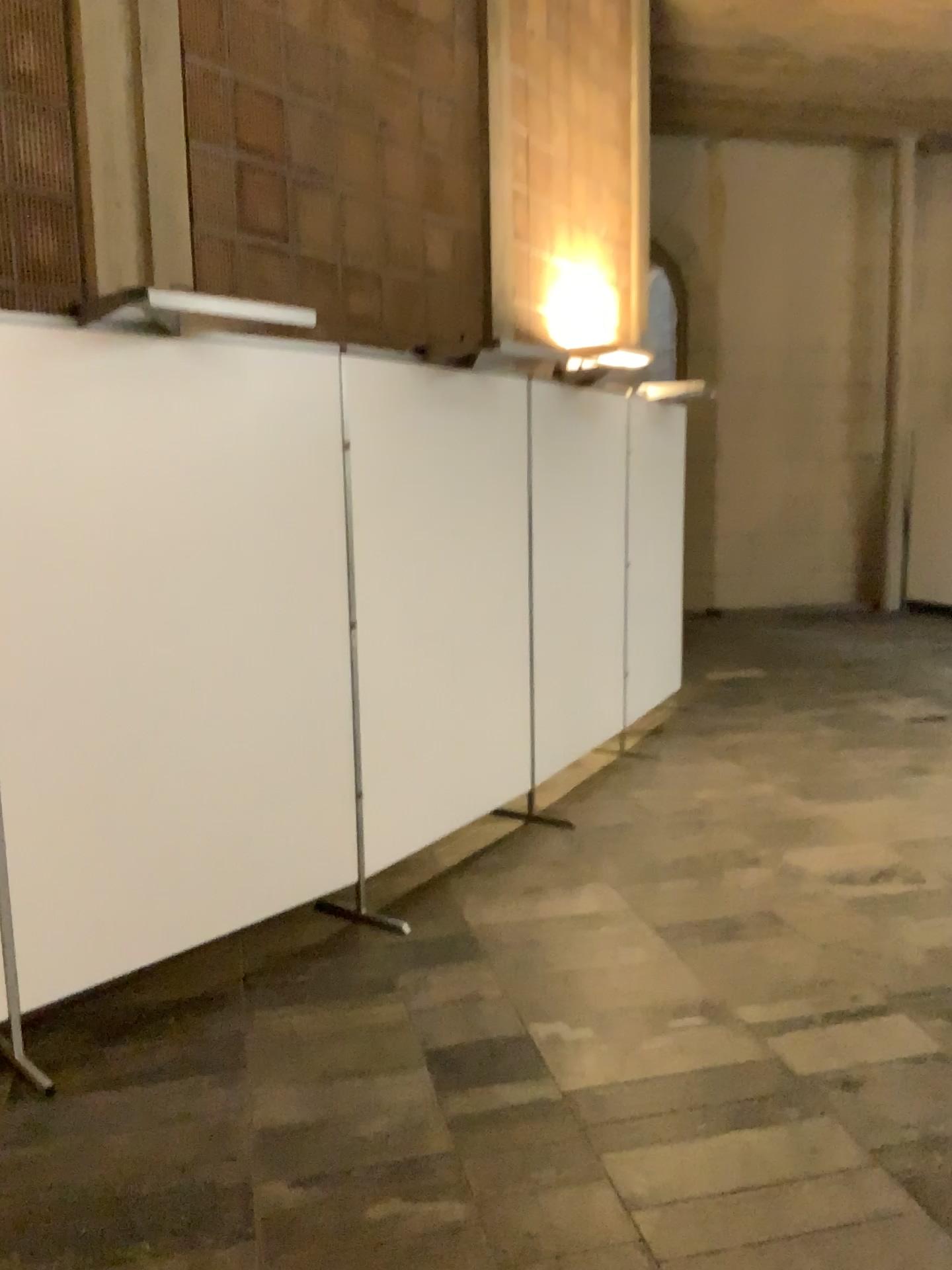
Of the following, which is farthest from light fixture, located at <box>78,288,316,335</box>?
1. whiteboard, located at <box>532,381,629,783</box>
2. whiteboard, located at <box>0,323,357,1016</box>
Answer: whiteboard, located at <box>532,381,629,783</box>

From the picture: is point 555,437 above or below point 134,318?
below

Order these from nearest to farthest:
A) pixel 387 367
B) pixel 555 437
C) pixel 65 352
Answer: pixel 65 352
pixel 387 367
pixel 555 437

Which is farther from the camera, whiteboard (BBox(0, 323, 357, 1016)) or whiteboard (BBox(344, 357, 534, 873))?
whiteboard (BBox(344, 357, 534, 873))

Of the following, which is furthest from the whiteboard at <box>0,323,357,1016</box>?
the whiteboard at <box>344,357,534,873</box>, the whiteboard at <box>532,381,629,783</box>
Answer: the whiteboard at <box>532,381,629,783</box>

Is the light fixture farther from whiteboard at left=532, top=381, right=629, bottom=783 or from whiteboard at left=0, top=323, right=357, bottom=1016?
whiteboard at left=532, top=381, right=629, bottom=783

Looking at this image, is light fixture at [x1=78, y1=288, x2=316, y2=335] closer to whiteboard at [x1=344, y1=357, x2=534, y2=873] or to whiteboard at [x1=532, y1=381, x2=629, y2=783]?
whiteboard at [x1=344, y1=357, x2=534, y2=873]

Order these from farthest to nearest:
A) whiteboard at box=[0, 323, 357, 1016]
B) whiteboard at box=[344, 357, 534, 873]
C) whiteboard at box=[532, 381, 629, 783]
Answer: whiteboard at box=[532, 381, 629, 783], whiteboard at box=[344, 357, 534, 873], whiteboard at box=[0, 323, 357, 1016]

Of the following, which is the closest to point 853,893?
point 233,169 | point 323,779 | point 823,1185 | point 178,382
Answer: point 823,1185

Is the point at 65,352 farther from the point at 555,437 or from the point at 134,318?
the point at 555,437
